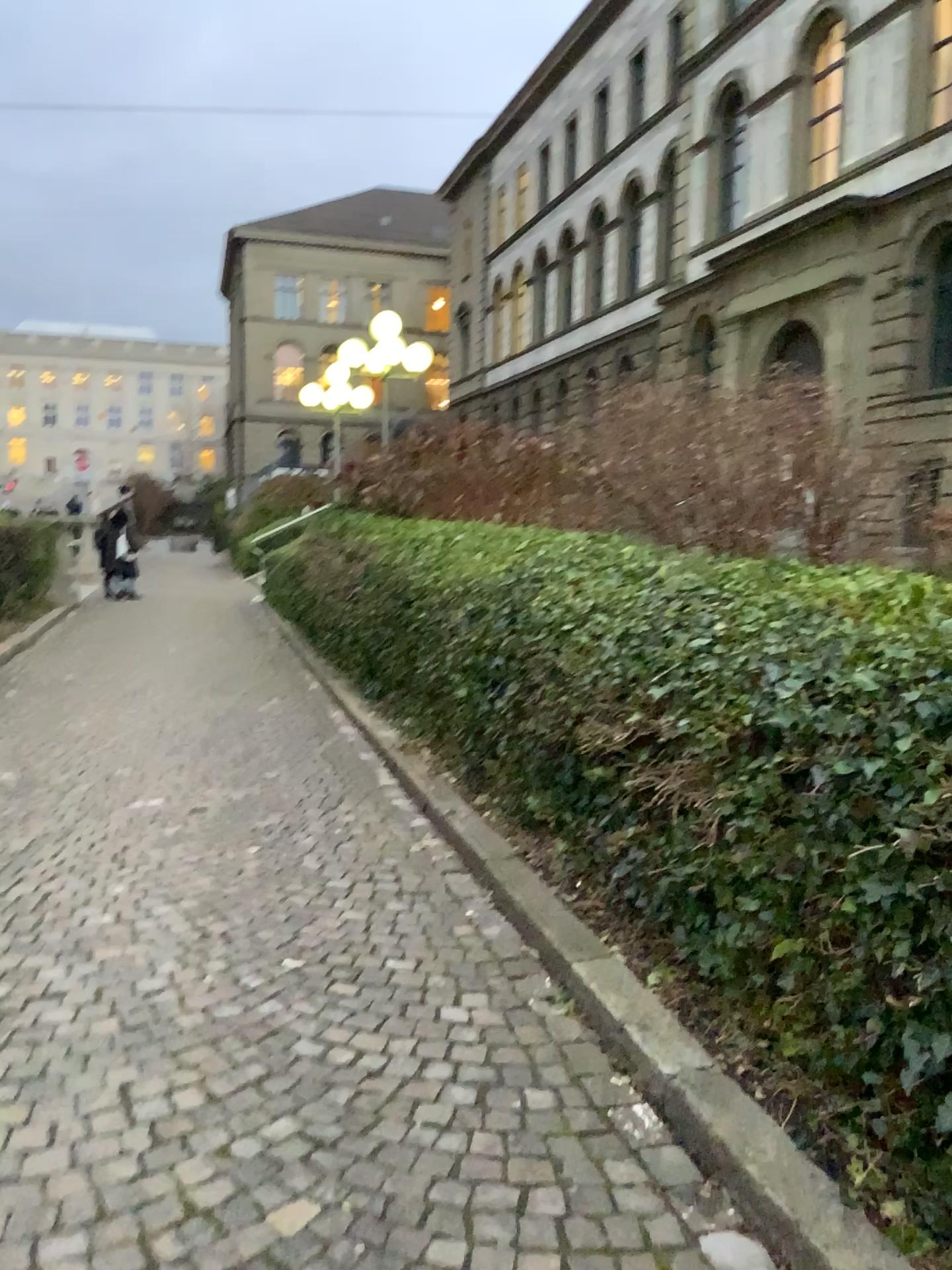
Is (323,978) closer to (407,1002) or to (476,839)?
(407,1002)
